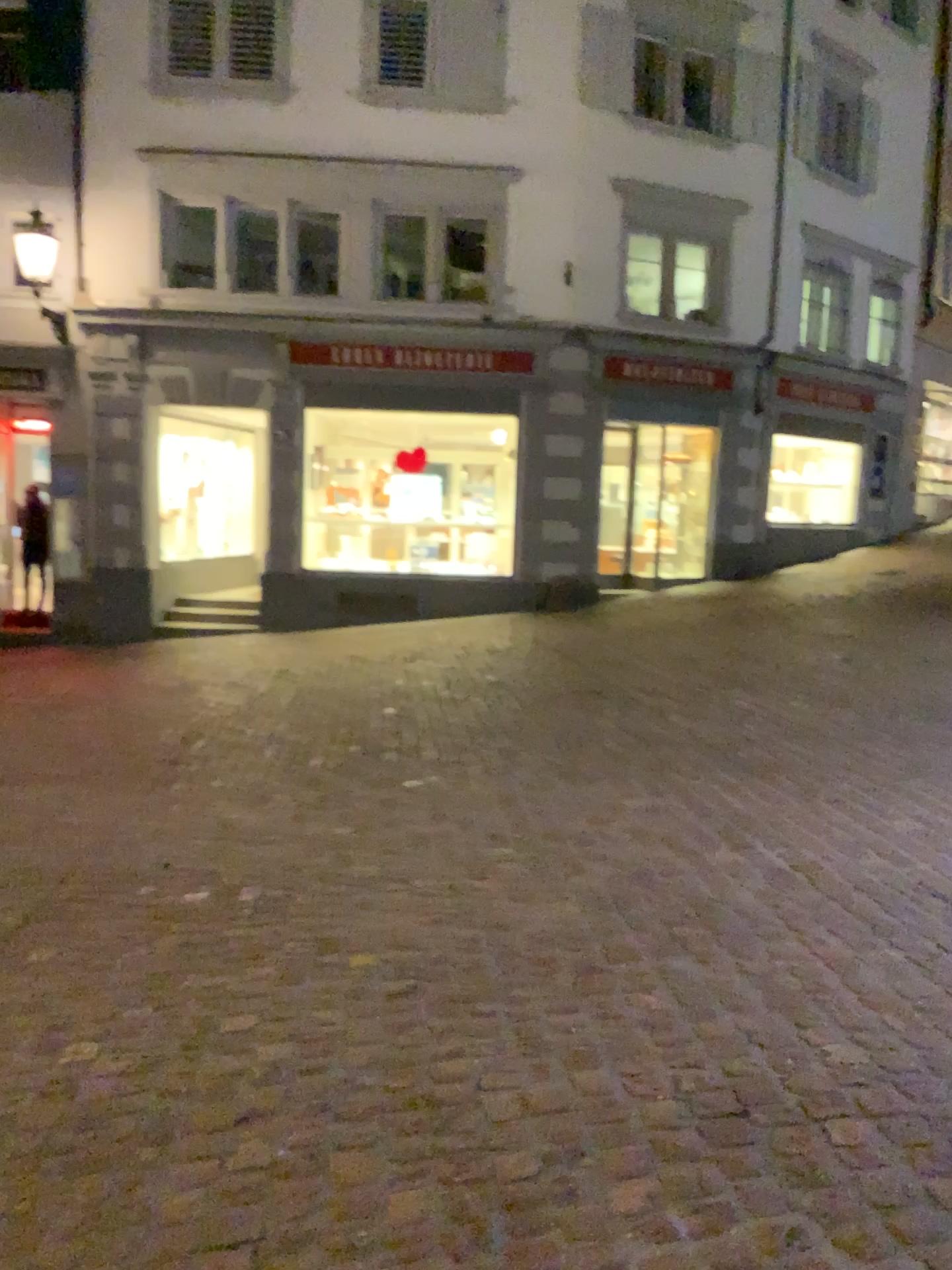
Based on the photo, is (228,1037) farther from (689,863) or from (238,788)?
(238,788)
